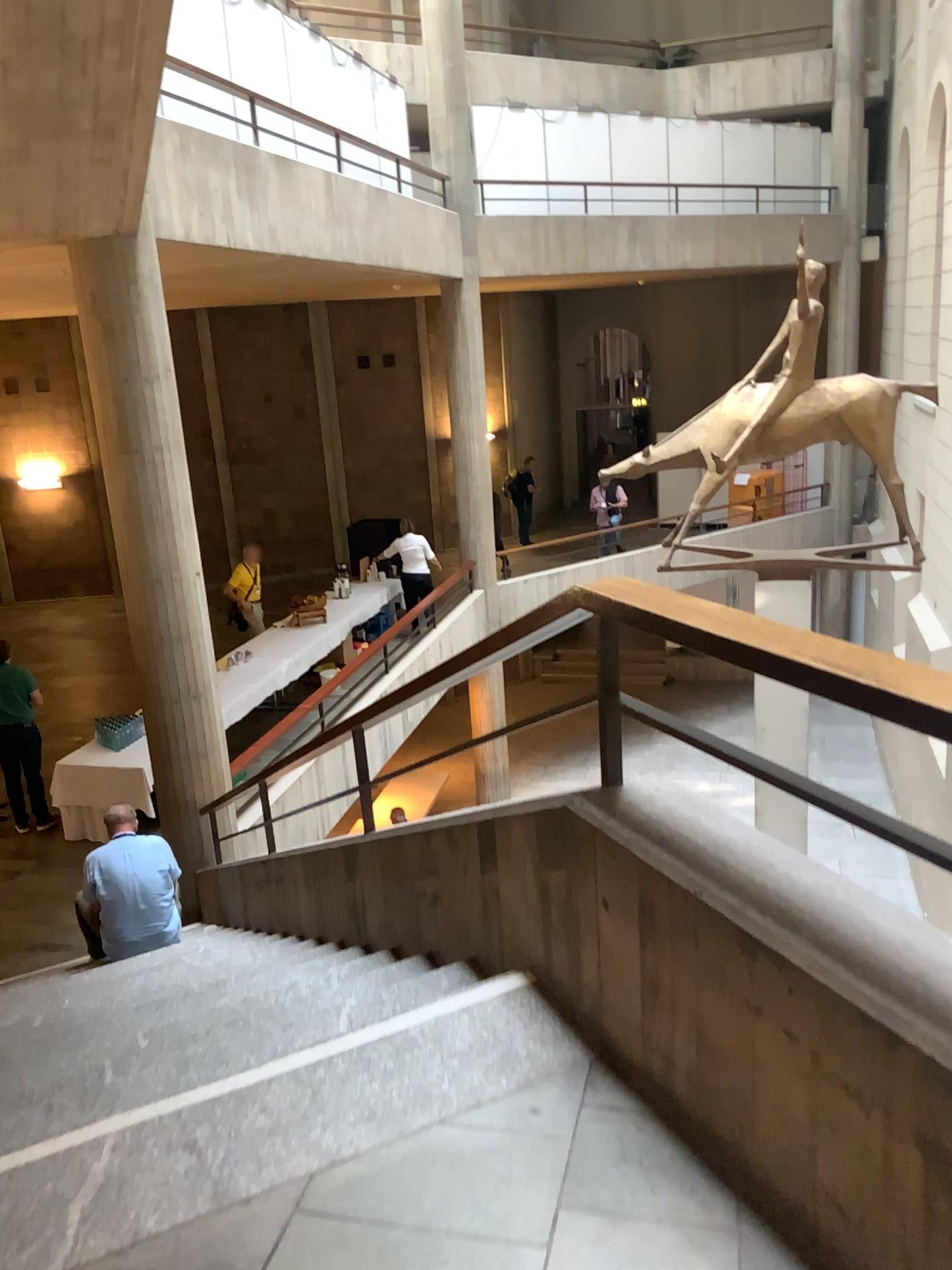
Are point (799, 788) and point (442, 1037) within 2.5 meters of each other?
yes
